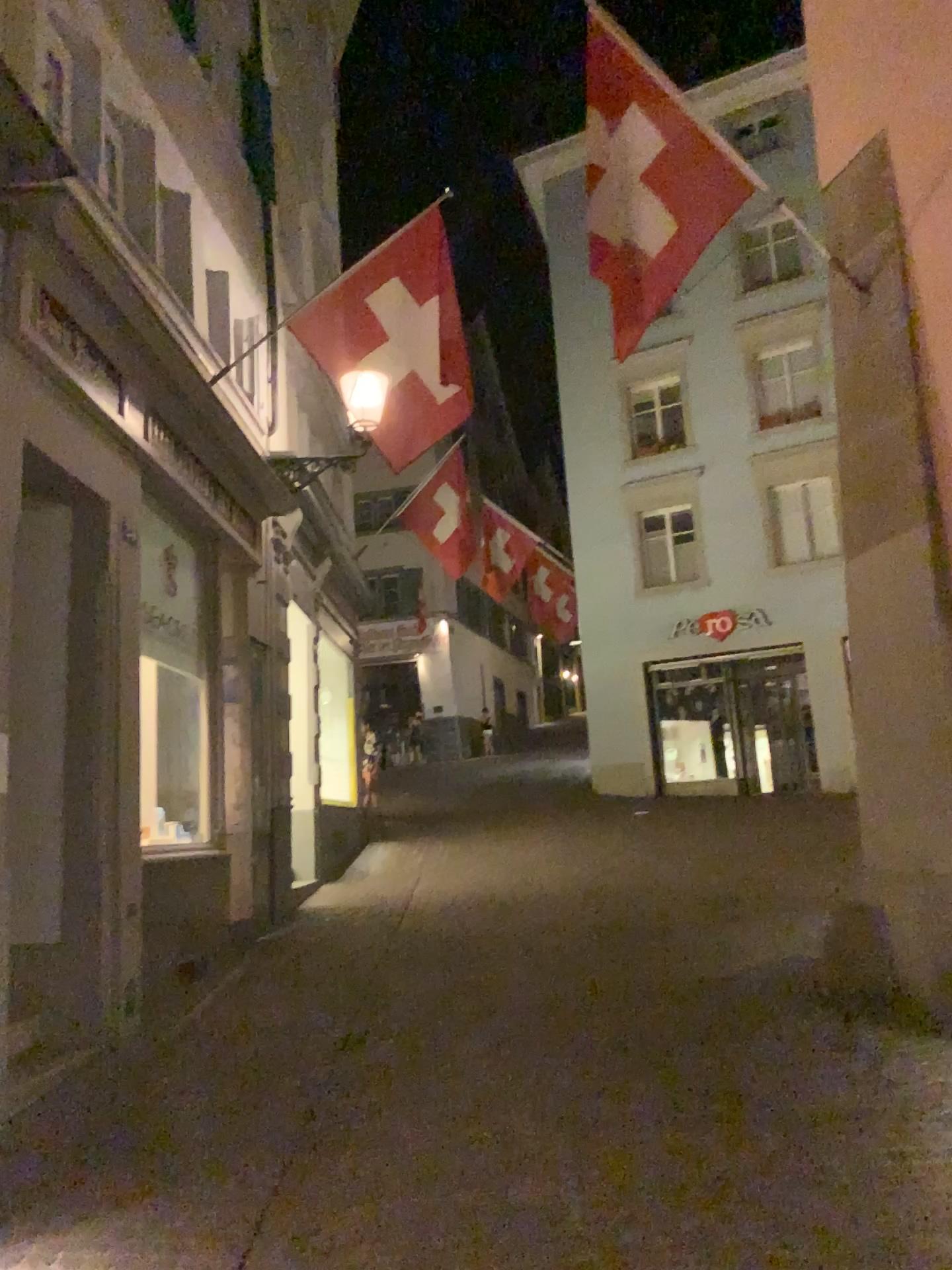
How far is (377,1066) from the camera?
5.1 meters
